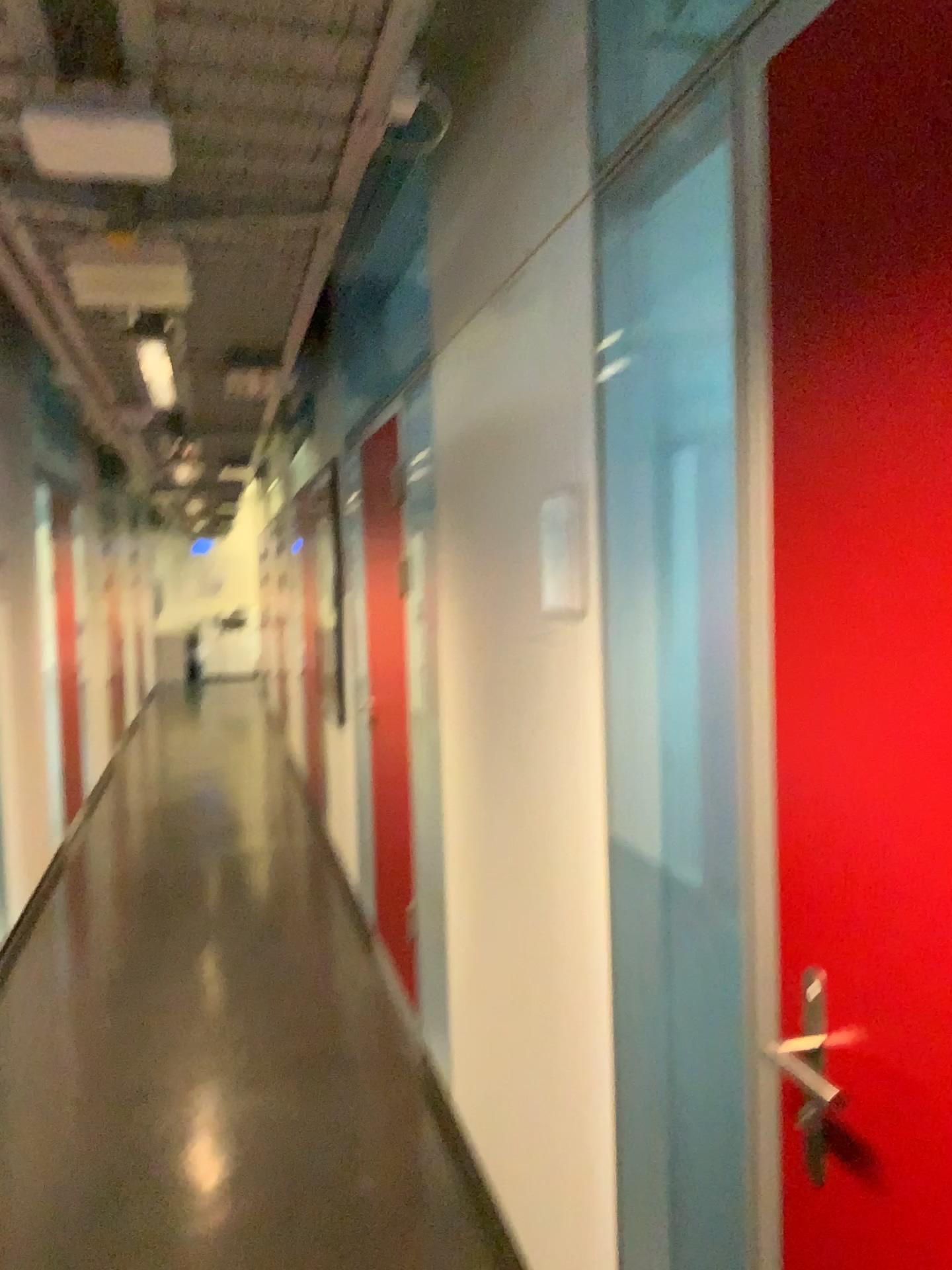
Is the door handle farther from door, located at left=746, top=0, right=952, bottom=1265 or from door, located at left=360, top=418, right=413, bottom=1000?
door, located at left=360, top=418, right=413, bottom=1000

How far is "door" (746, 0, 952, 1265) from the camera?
0.9 meters

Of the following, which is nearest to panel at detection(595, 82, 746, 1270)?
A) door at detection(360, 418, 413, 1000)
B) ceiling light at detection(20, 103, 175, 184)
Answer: ceiling light at detection(20, 103, 175, 184)

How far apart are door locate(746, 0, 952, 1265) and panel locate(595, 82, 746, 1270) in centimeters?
39cm

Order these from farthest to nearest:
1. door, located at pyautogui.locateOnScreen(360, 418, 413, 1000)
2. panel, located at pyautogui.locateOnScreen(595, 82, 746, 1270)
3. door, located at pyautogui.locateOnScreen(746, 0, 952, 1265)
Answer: door, located at pyautogui.locateOnScreen(360, 418, 413, 1000) < panel, located at pyautogui.locateOnScreen(595, 82, 746, 1270) < door, located at pyautogui.locateOnScreen(746, 0, 952, 1265)

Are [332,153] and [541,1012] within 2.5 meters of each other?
yes

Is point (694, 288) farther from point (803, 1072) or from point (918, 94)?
point (803, 1072)

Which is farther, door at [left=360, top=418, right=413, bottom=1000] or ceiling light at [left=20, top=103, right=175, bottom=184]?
Answer: door at [left=360, top=418, right=413, bottom=1000]

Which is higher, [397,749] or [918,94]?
[918,94]

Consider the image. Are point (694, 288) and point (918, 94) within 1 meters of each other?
yes
